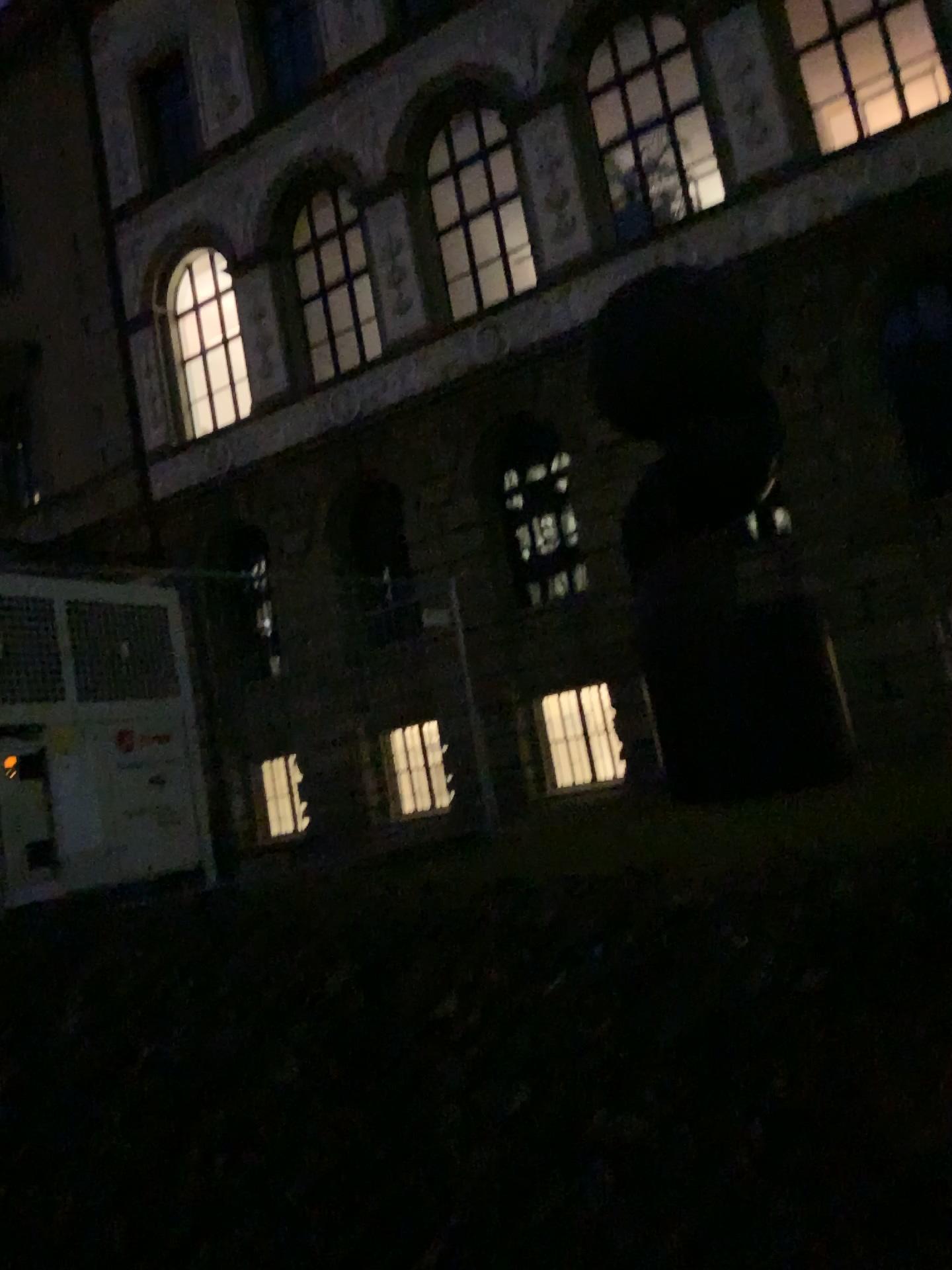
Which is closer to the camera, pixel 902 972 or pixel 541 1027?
pixel 902 972
